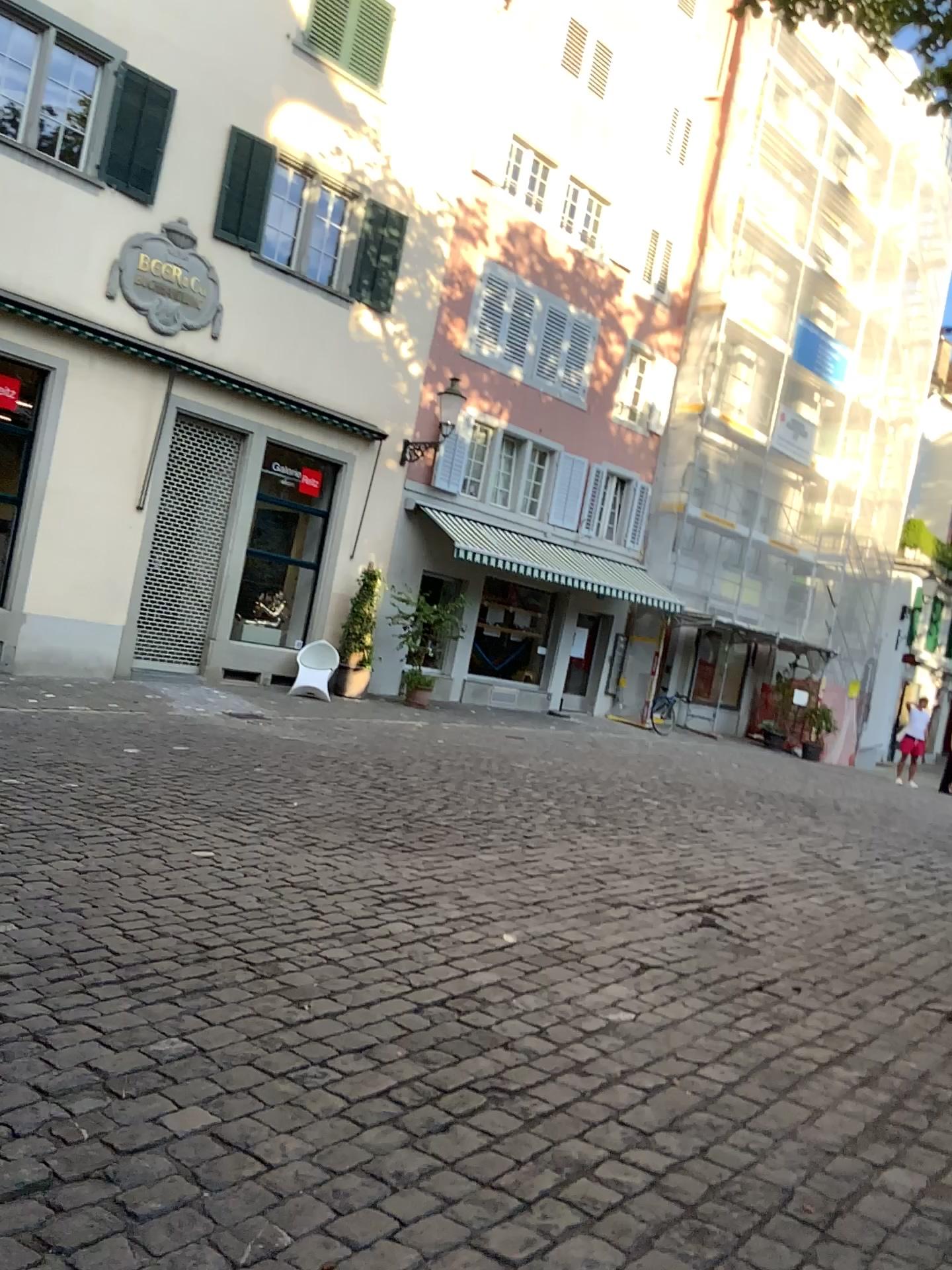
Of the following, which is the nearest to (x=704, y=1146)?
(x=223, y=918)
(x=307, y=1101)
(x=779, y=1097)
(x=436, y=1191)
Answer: (x=779, y=1097)
